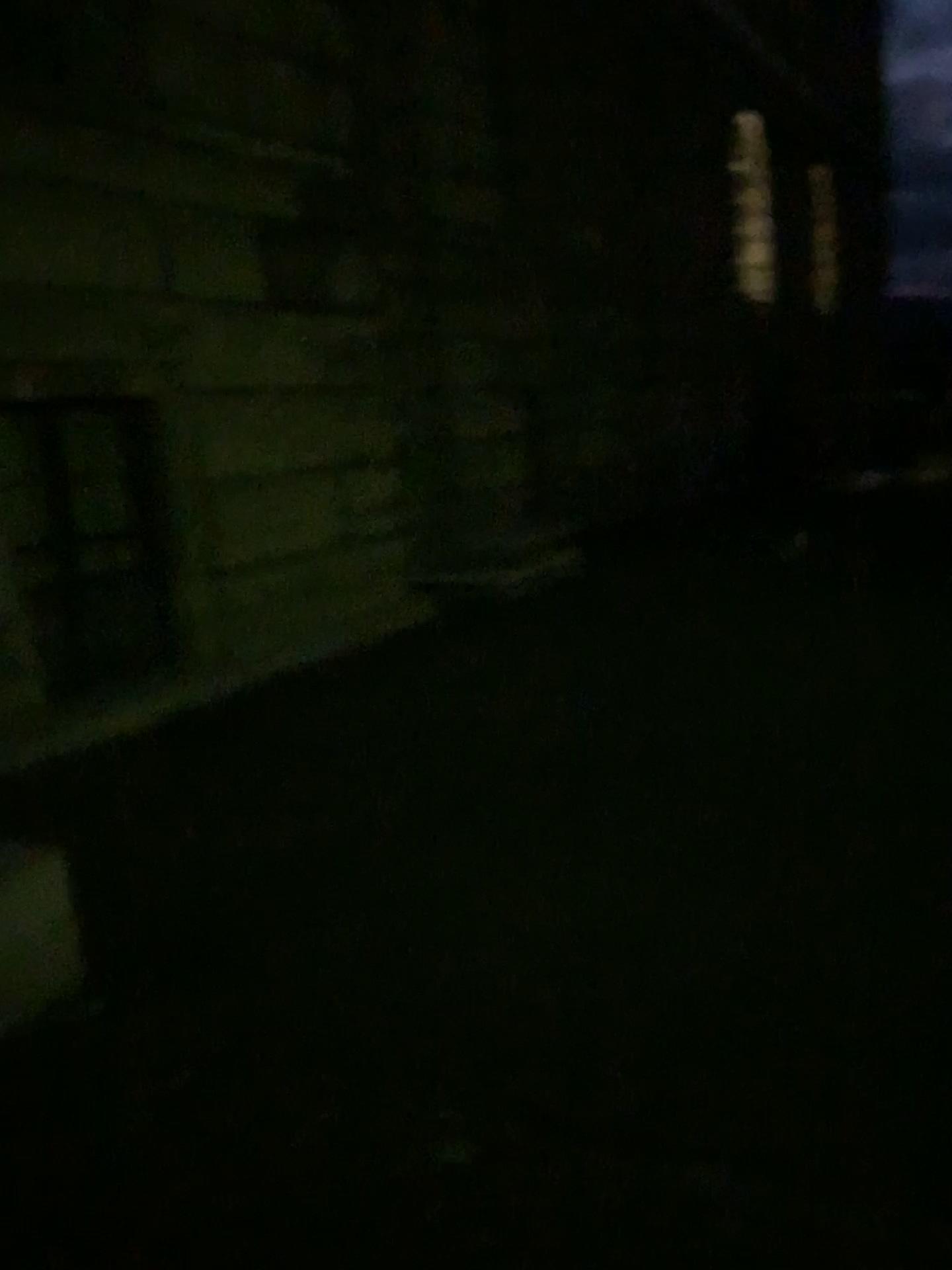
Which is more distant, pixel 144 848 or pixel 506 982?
pixel 144 848
